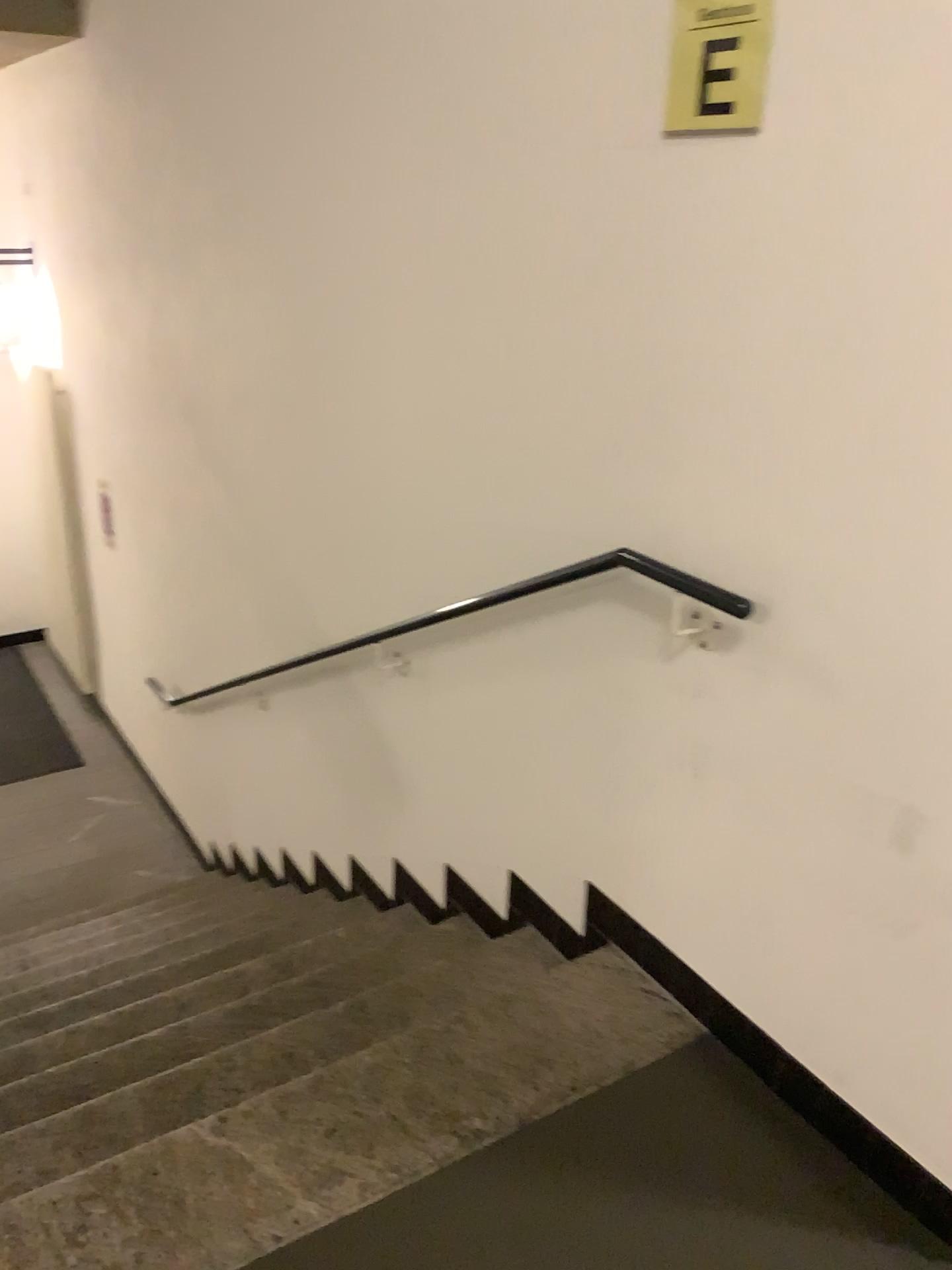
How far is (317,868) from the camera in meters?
3.7 m

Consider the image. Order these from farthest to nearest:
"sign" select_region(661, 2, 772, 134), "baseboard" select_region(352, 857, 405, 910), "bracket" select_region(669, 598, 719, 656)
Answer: "baseboard" select_region(352, 857, 405, 910) < "bracket" select_region(669, 598, 719, 656) < "sign" select_region(661, 2, 772, 134)

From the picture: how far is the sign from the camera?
1.6 meters

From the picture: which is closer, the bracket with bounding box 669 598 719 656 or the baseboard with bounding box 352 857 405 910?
the bracket with bounding box 669 598 719 656

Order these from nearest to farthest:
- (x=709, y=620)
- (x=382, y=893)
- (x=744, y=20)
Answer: (x=744, y=20), (x=709, y=620), (x=382, y=893)

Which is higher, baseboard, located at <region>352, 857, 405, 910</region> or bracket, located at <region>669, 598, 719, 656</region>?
bracket, located at <region>669, 598, 719, 656</region>

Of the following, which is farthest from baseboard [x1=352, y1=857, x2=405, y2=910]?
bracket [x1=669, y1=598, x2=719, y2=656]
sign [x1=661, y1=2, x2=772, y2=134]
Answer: sign [x1=661, y1=2, x2=772, y2=134]

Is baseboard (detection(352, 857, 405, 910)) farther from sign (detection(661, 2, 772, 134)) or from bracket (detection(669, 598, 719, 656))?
sign (detection(661, 2, 772, 134))

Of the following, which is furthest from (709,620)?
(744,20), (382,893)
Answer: (382,893)

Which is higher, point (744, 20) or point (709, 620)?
point (744, 20)
